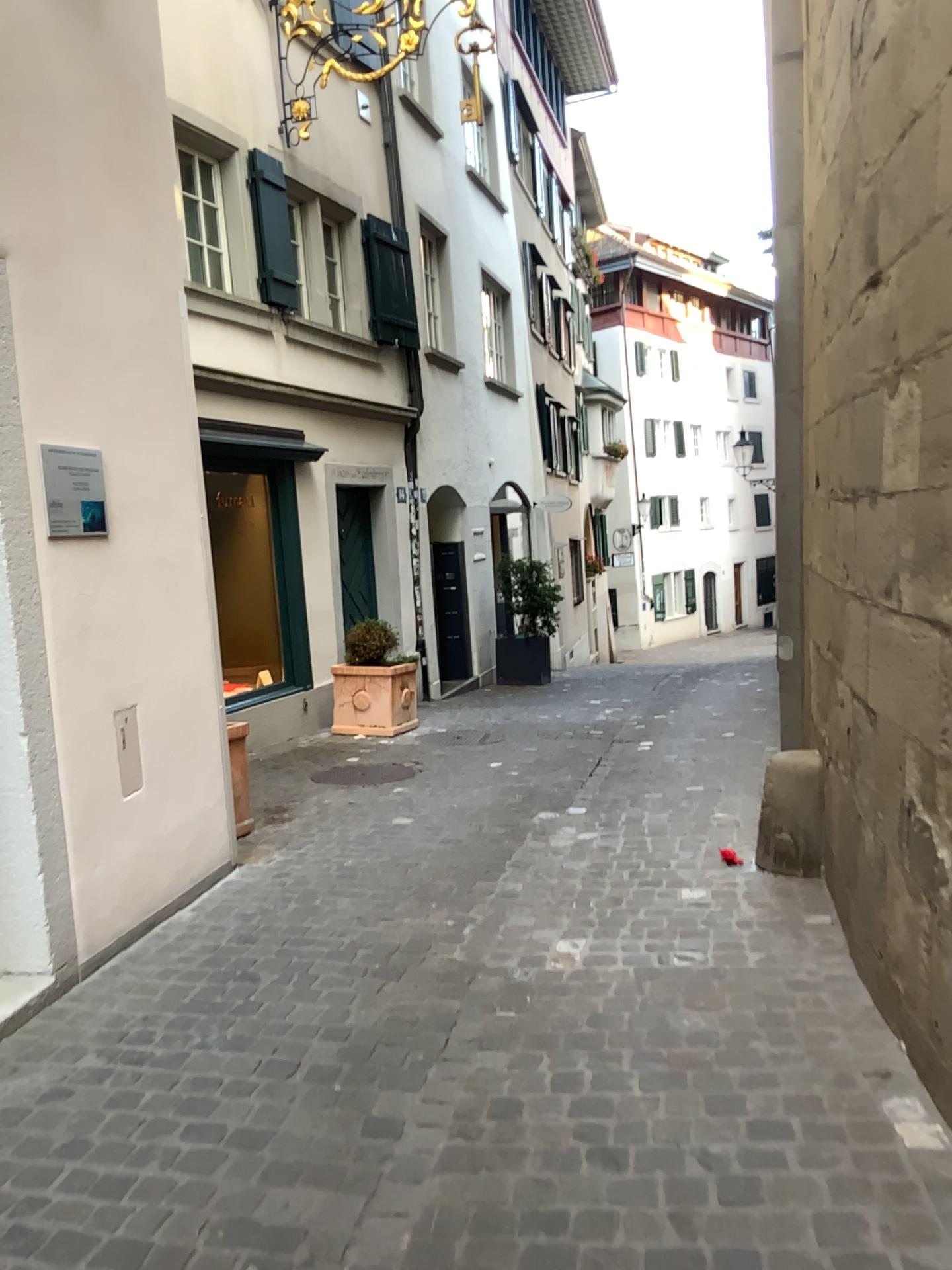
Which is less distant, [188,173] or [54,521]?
[54,521]

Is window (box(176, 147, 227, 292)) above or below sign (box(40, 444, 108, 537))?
above

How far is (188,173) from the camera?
4.5 meters

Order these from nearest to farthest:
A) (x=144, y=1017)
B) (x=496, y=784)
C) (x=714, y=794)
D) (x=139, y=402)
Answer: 1. (x=144, y=1017)
2. (x=139, y=402)
3. (x=714, y=794)
4. (x=496, y=784)

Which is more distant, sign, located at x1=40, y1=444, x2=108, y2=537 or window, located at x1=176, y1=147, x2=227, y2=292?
window, located at x1=176, y1=147, x2=227, y2=292

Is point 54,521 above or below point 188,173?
below

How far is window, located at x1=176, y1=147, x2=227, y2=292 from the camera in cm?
453

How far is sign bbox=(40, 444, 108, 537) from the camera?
3.35m

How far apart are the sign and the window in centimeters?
138cm
